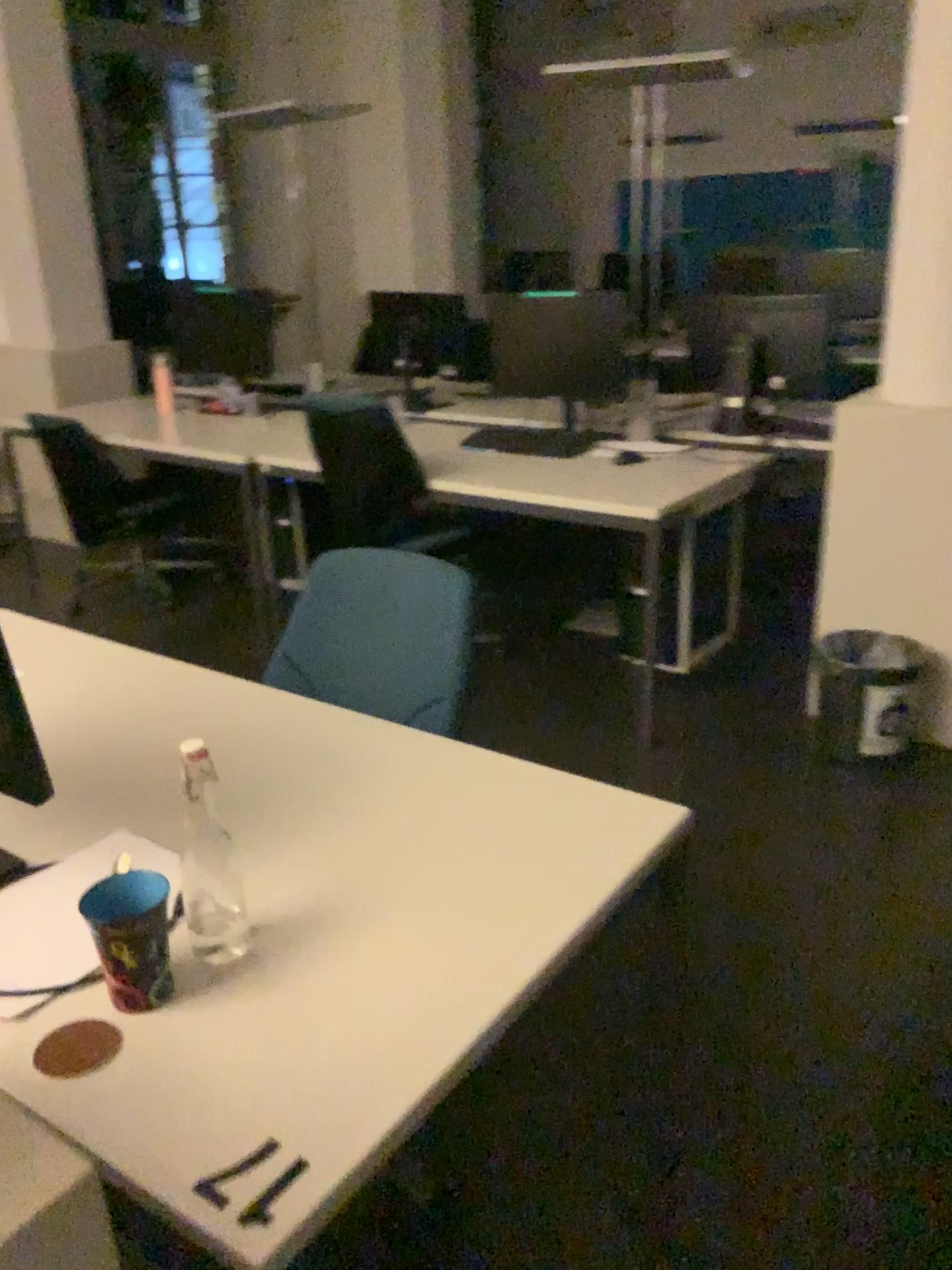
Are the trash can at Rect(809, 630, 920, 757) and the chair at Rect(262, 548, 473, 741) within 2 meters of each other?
yes

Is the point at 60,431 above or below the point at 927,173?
below

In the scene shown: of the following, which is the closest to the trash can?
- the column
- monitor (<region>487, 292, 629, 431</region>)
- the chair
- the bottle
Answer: the column

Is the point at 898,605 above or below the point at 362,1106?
below

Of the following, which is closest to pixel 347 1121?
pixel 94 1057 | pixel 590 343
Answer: pixel 94 1057

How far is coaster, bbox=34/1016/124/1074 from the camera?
1.02m

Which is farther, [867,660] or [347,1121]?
[867,660]

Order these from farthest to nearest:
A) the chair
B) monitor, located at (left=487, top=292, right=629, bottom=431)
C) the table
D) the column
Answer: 1. monitor, located at (left=487, top=292, right=629, bottom=431)
2. the column
3. the chair
4. the table

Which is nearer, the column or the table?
the table

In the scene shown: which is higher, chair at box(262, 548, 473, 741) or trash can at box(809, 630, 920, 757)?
chair at box(262, 548, 473, 741)
